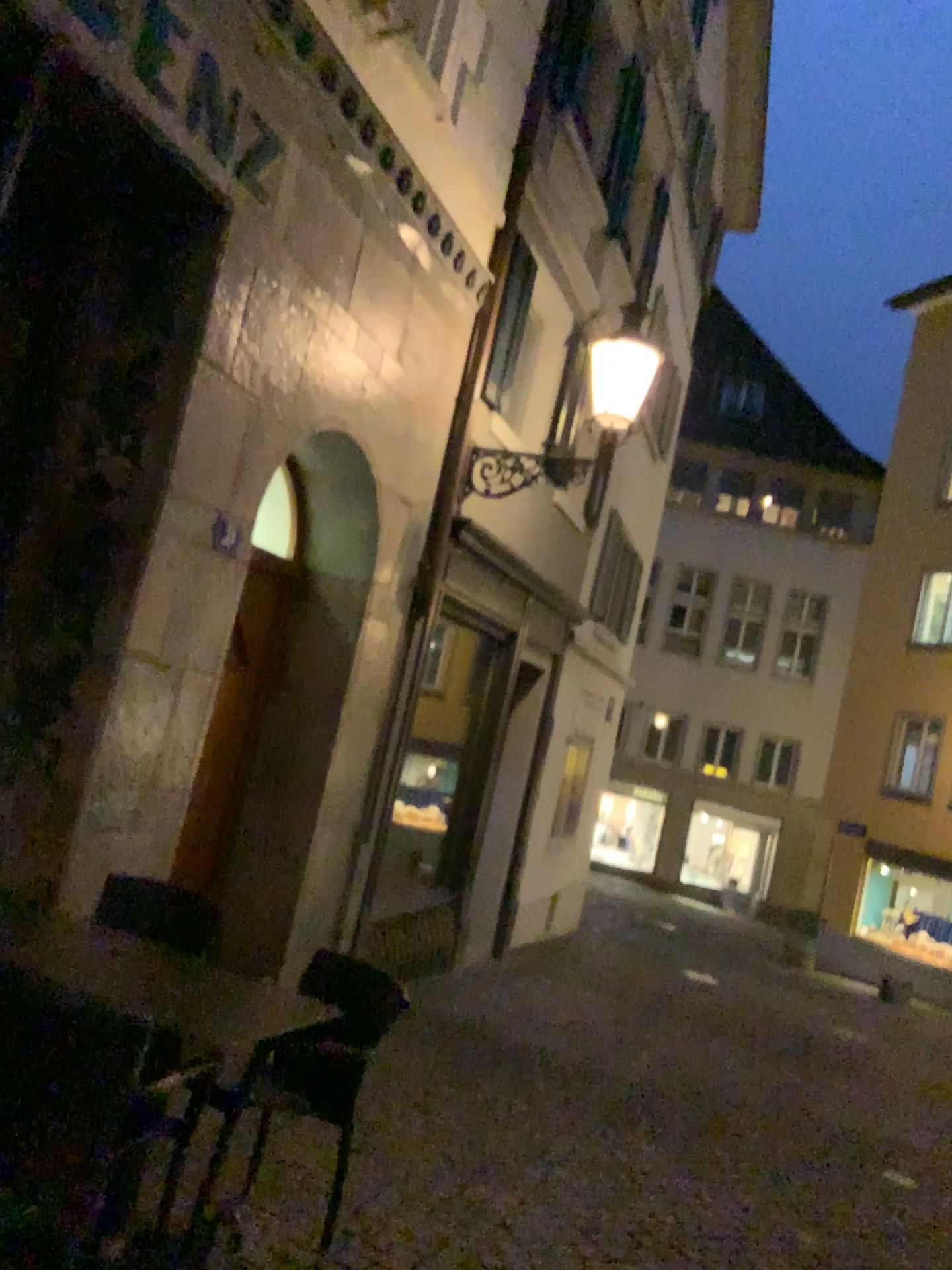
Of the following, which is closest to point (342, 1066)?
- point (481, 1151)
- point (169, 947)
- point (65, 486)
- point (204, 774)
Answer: point (169, 947)

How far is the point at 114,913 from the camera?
3.7 meters

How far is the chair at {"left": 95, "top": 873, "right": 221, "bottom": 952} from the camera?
3.7 meters
